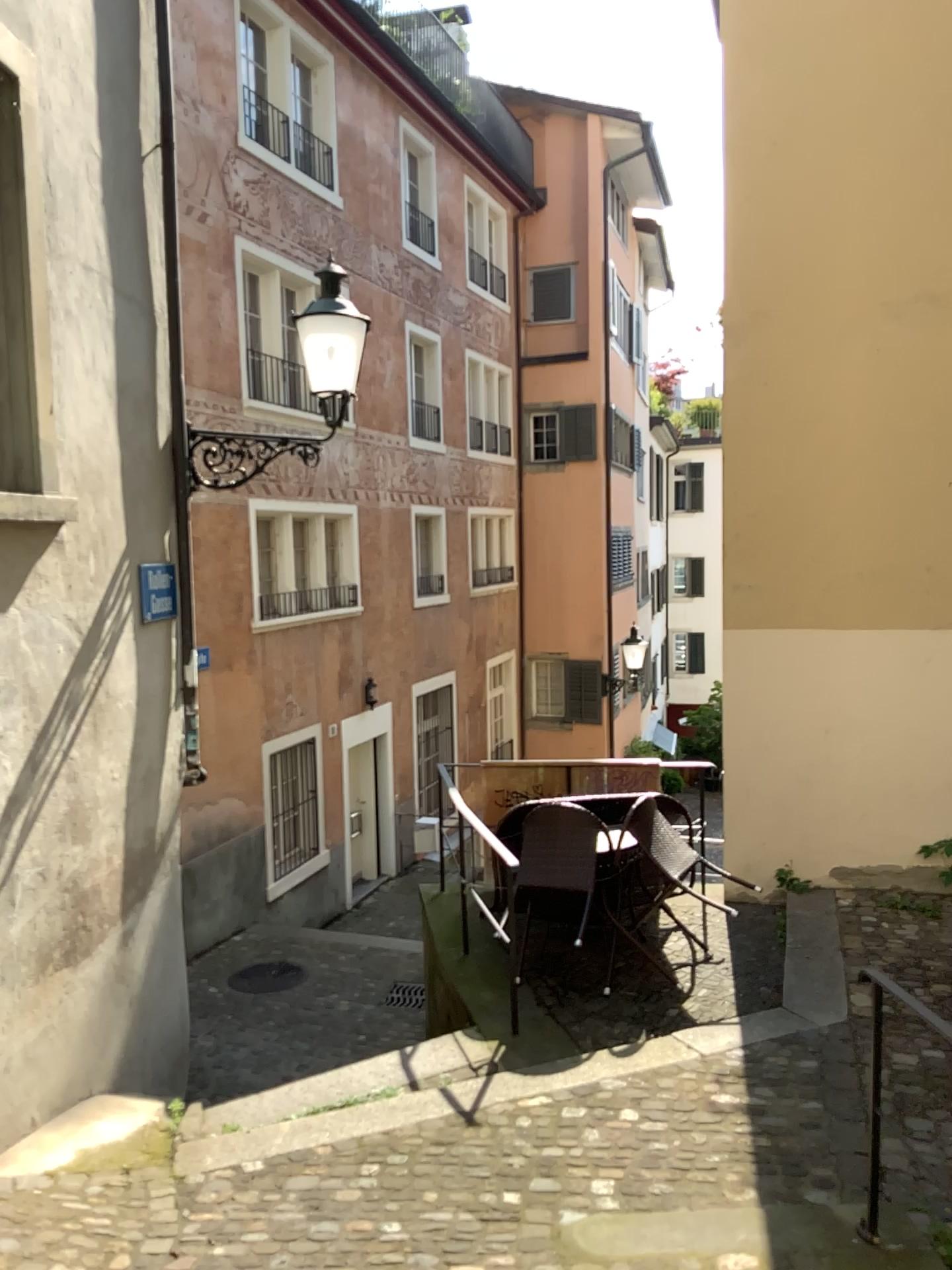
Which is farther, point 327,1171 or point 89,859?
point 89,859
